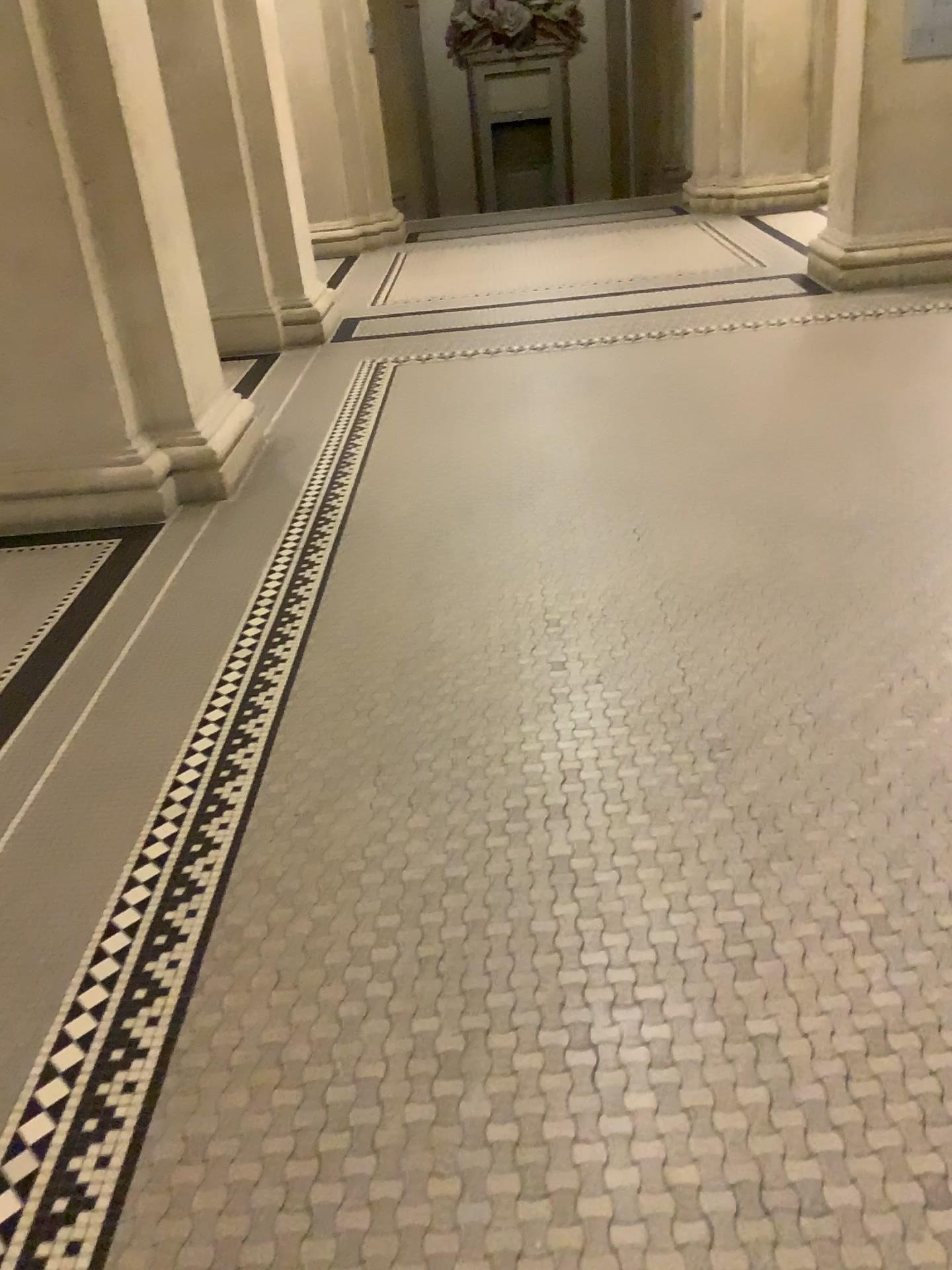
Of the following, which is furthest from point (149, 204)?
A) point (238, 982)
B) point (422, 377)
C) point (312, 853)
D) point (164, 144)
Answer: point (238, 982)
